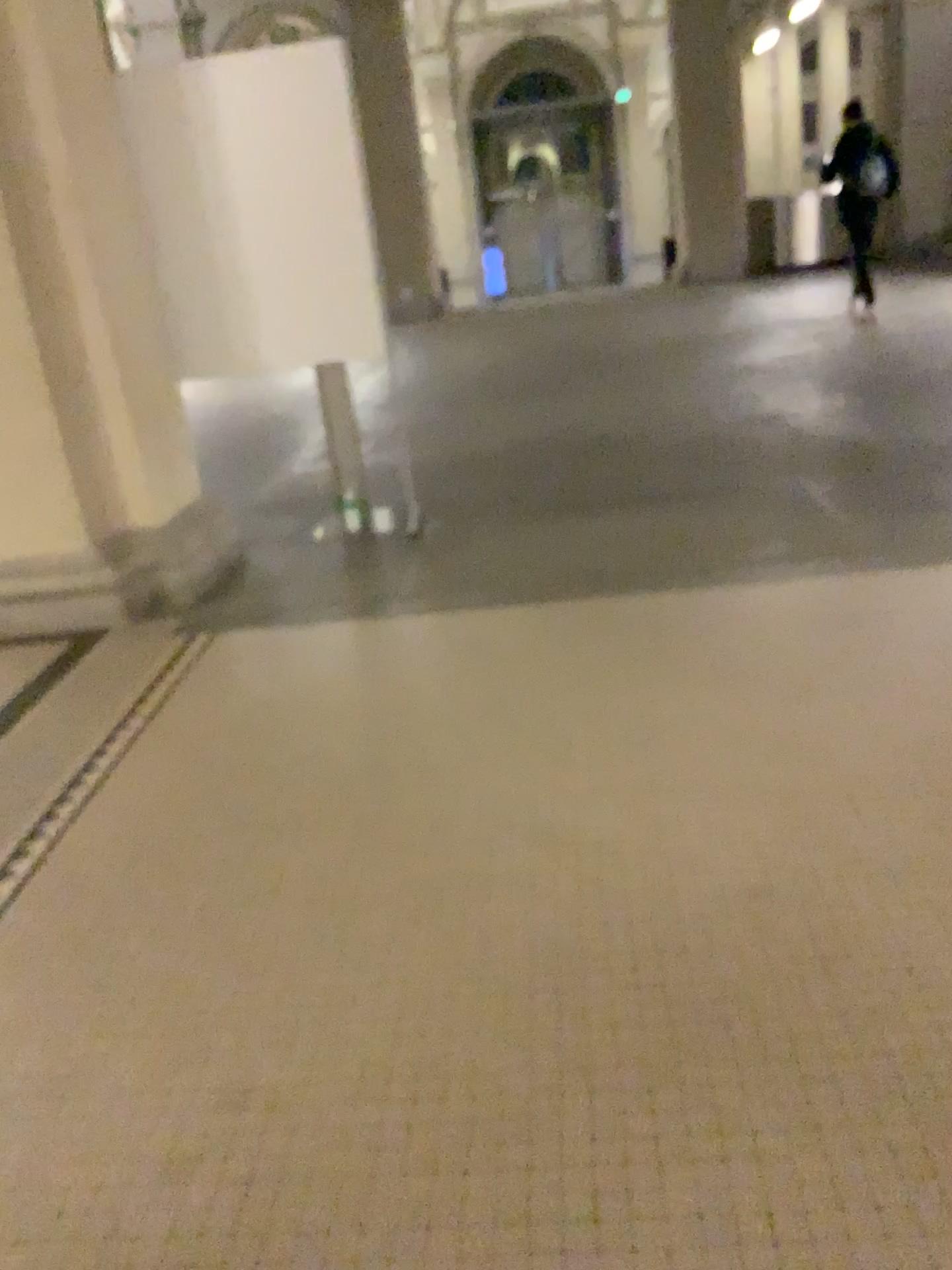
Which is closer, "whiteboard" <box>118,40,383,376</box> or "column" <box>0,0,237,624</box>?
"column" <box>0,0,237,624</box>

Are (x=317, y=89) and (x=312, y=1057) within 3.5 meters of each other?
no

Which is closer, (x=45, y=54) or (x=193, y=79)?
(x=45, y=54)

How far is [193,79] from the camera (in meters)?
4.22

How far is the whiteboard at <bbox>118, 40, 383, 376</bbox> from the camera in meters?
4.2 m
